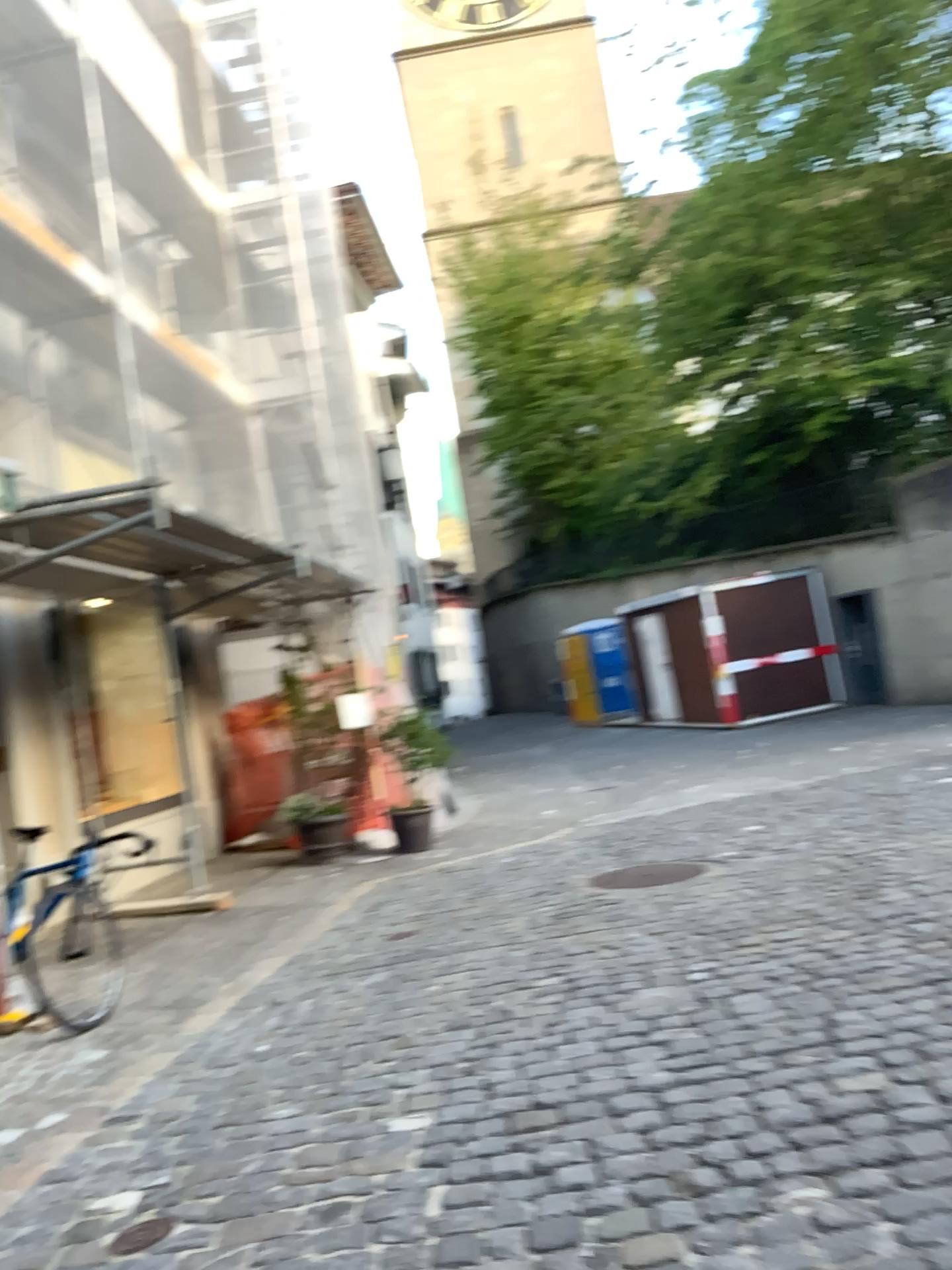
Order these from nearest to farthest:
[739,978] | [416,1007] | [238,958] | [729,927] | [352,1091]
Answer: [352,1091] → [739,978] → [416,1007] → [729,927] → [238,958]
